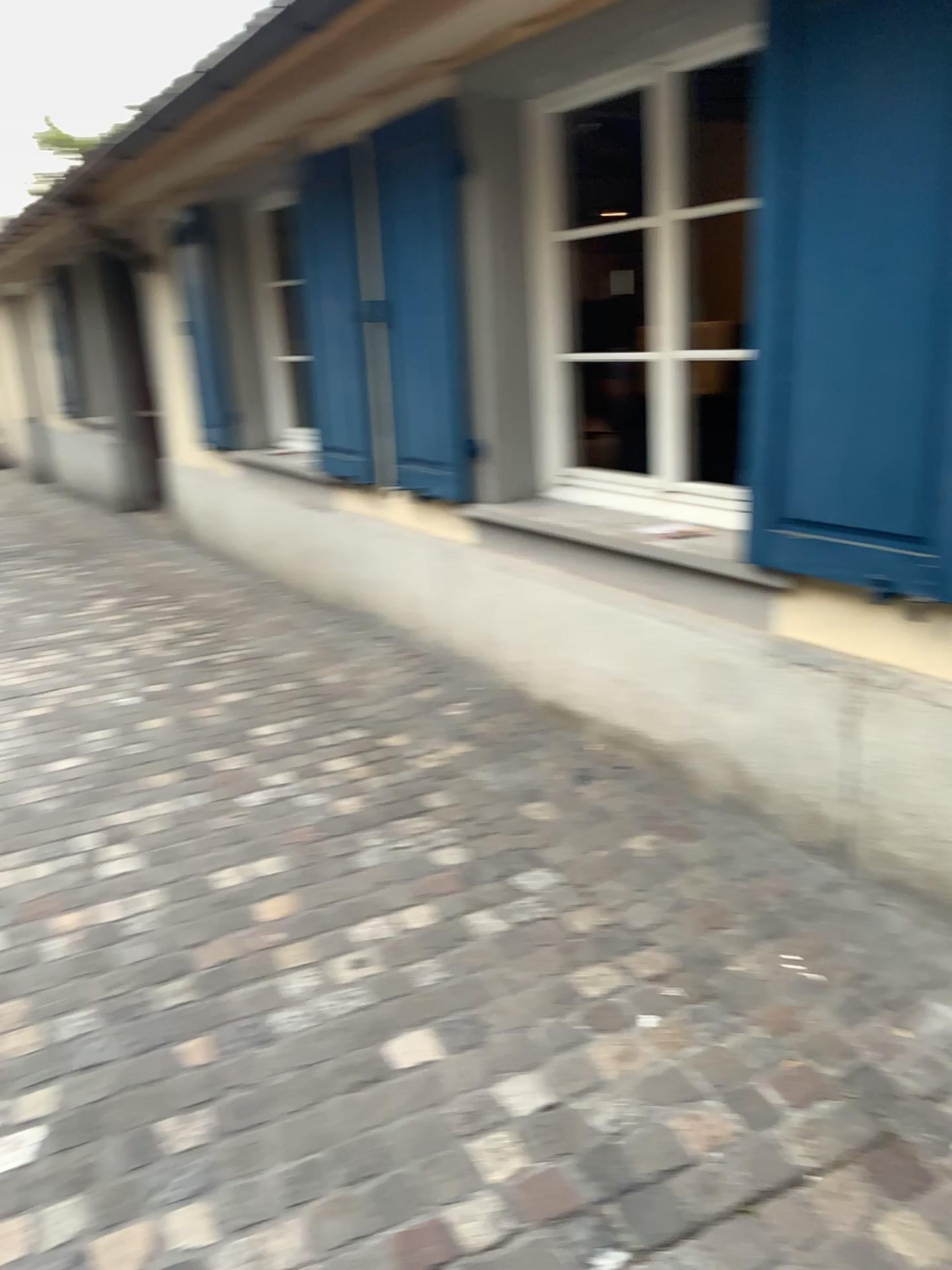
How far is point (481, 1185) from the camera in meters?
1.7 m

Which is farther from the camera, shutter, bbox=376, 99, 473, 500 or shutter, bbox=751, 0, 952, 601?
shutter, bbox=376, 99, 473, 500

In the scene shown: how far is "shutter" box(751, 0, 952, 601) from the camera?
1.92m

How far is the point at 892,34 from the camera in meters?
1.9

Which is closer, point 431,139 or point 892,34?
point 892,34
